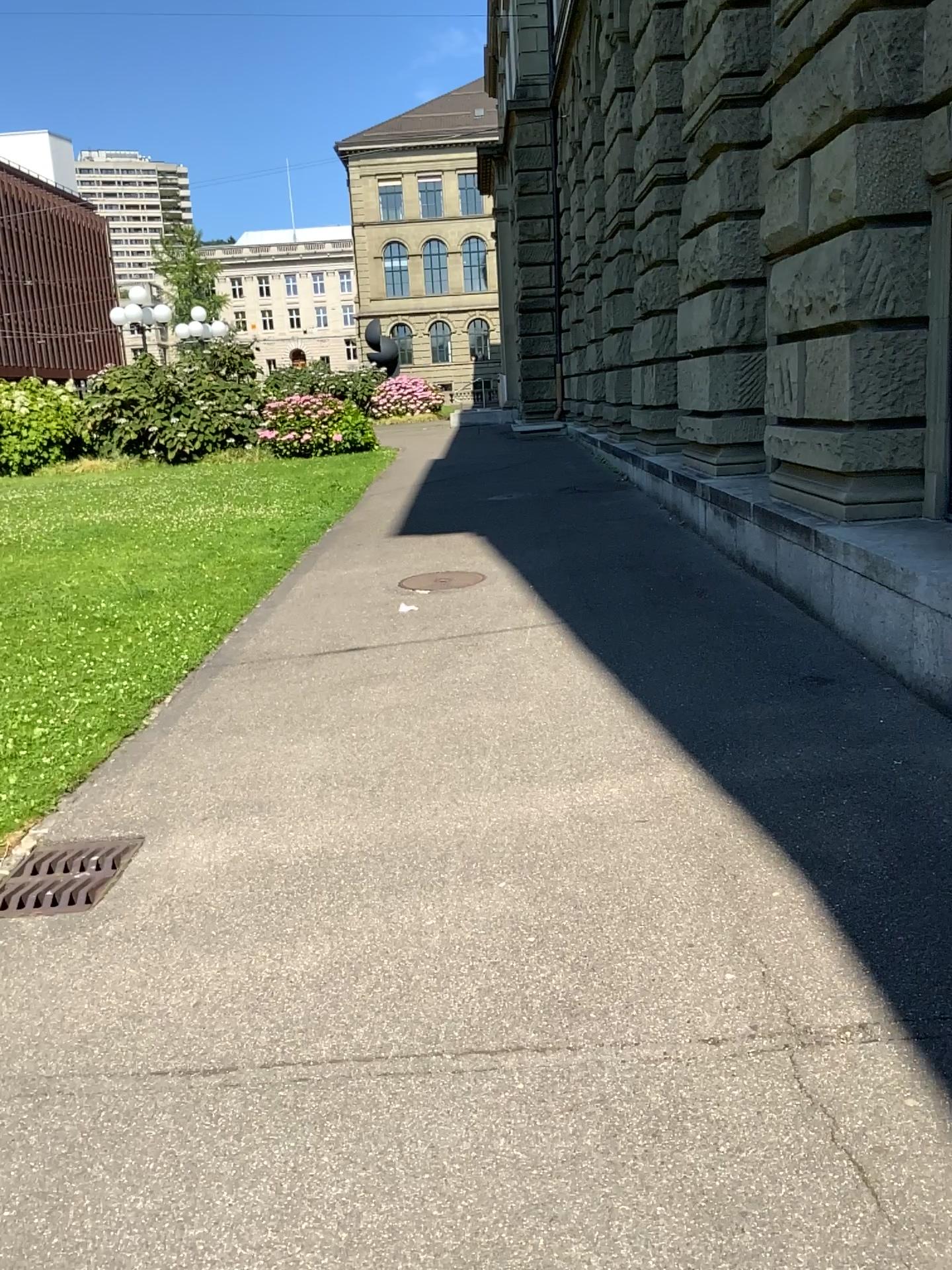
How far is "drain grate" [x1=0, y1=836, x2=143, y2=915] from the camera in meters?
3.4

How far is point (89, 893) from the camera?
3.4m

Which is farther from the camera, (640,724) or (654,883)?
(640,724)
